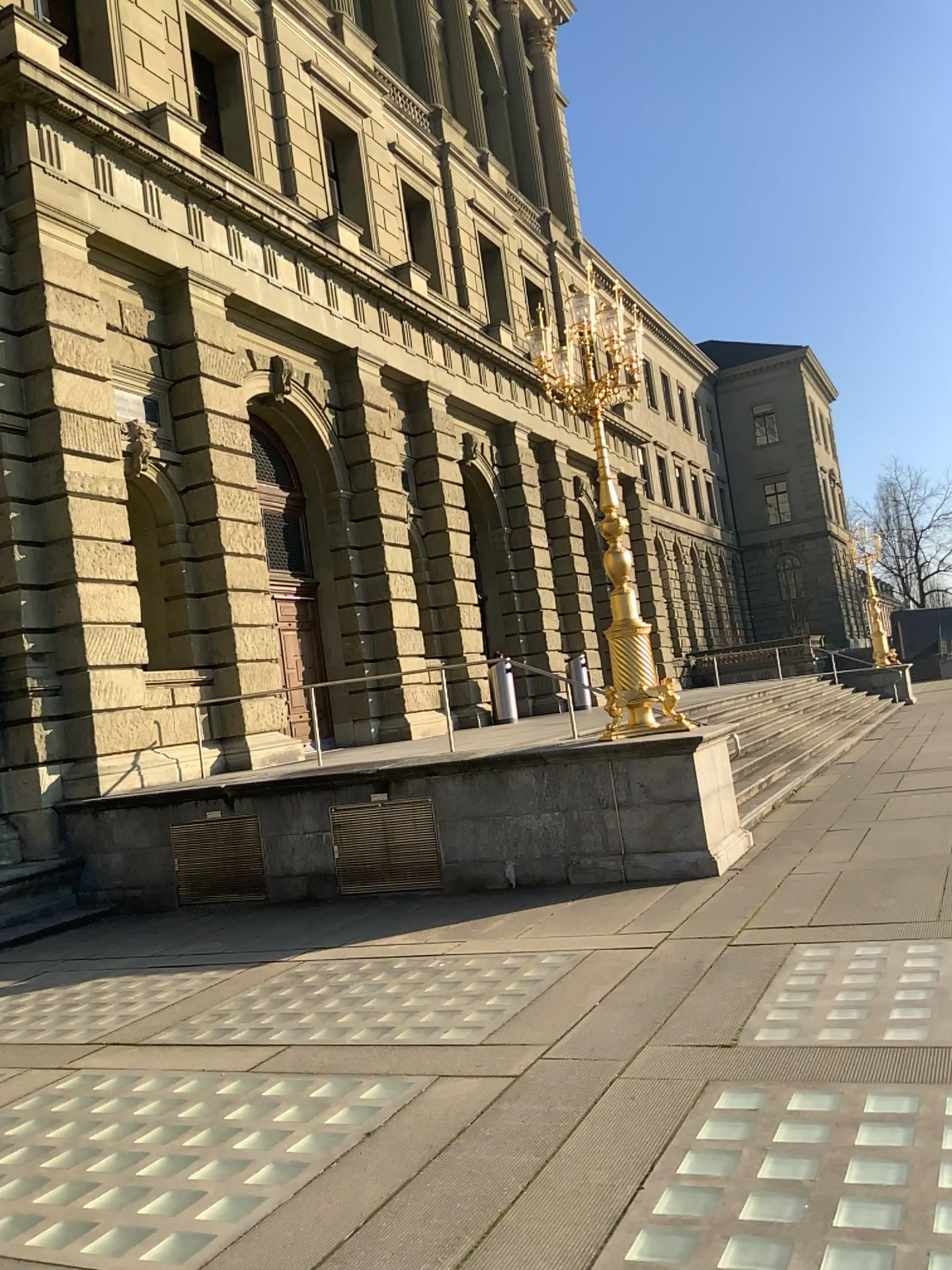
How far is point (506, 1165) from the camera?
3.71m
